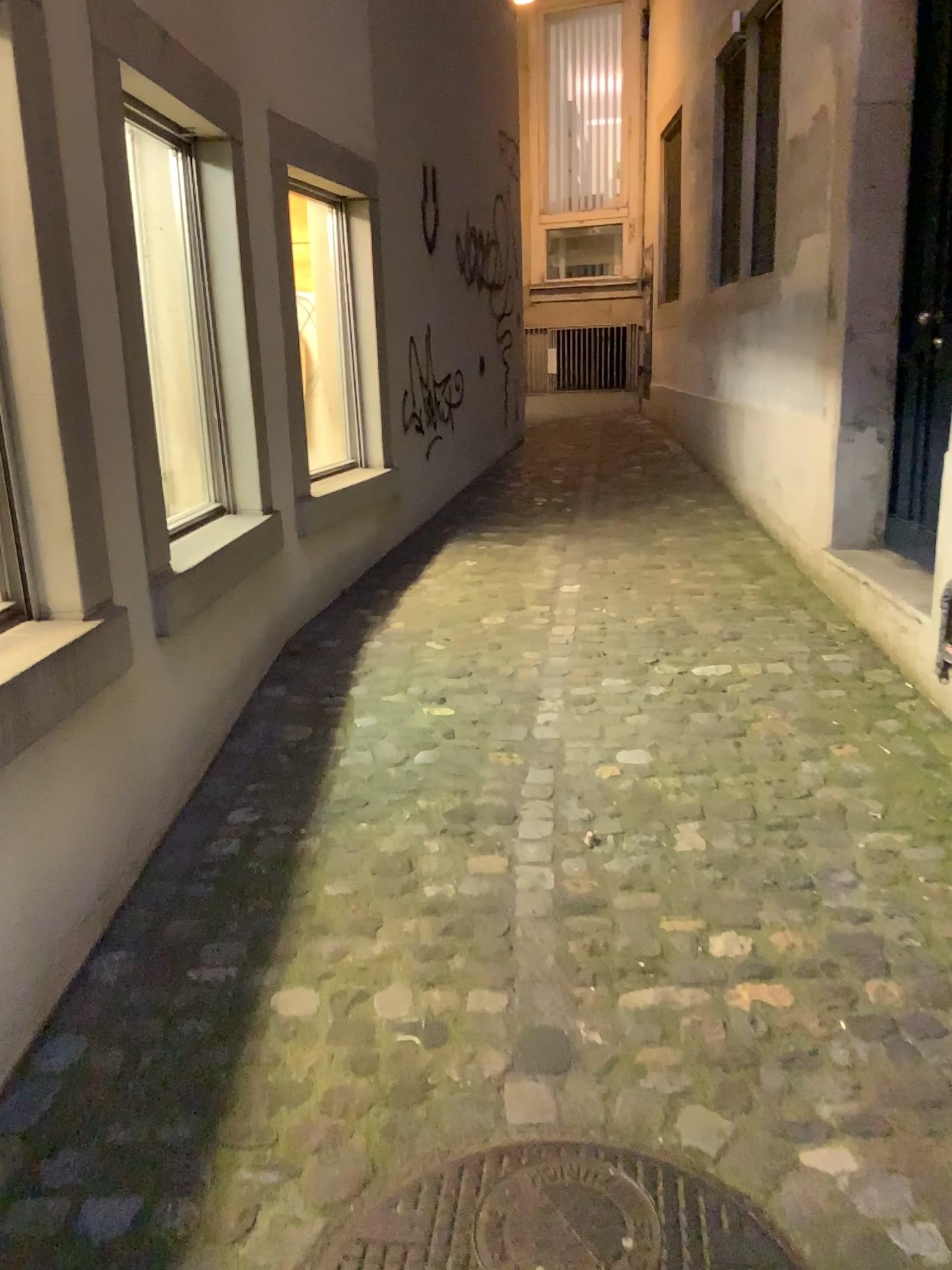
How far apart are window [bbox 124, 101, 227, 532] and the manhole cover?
2.1 meters

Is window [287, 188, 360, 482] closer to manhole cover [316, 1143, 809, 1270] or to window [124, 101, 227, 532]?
window [124, 101, 227, 532]

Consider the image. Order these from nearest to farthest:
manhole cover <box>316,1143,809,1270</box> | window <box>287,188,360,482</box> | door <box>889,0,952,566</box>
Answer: manhole cover <box>316,1143,809,1270</box>, door <box>889,0,952,566</box>, window <box>287,188,360,482</box>

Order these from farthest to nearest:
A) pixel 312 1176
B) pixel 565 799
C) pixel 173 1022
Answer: pixel 565 799
pixel 173 1022
pixel 312 1176

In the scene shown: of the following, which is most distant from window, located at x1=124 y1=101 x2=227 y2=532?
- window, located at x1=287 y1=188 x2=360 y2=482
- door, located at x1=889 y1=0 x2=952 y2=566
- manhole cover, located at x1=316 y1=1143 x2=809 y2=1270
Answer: door, located at x1=889 y1=0 x2=952 y2=566

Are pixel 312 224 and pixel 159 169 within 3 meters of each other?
yes

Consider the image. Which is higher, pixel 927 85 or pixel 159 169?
pixel 927 85

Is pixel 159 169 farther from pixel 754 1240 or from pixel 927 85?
pixel 754 1240

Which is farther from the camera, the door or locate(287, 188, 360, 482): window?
locate(287, 188, 360, 482): window

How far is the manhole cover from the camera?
1.4m
